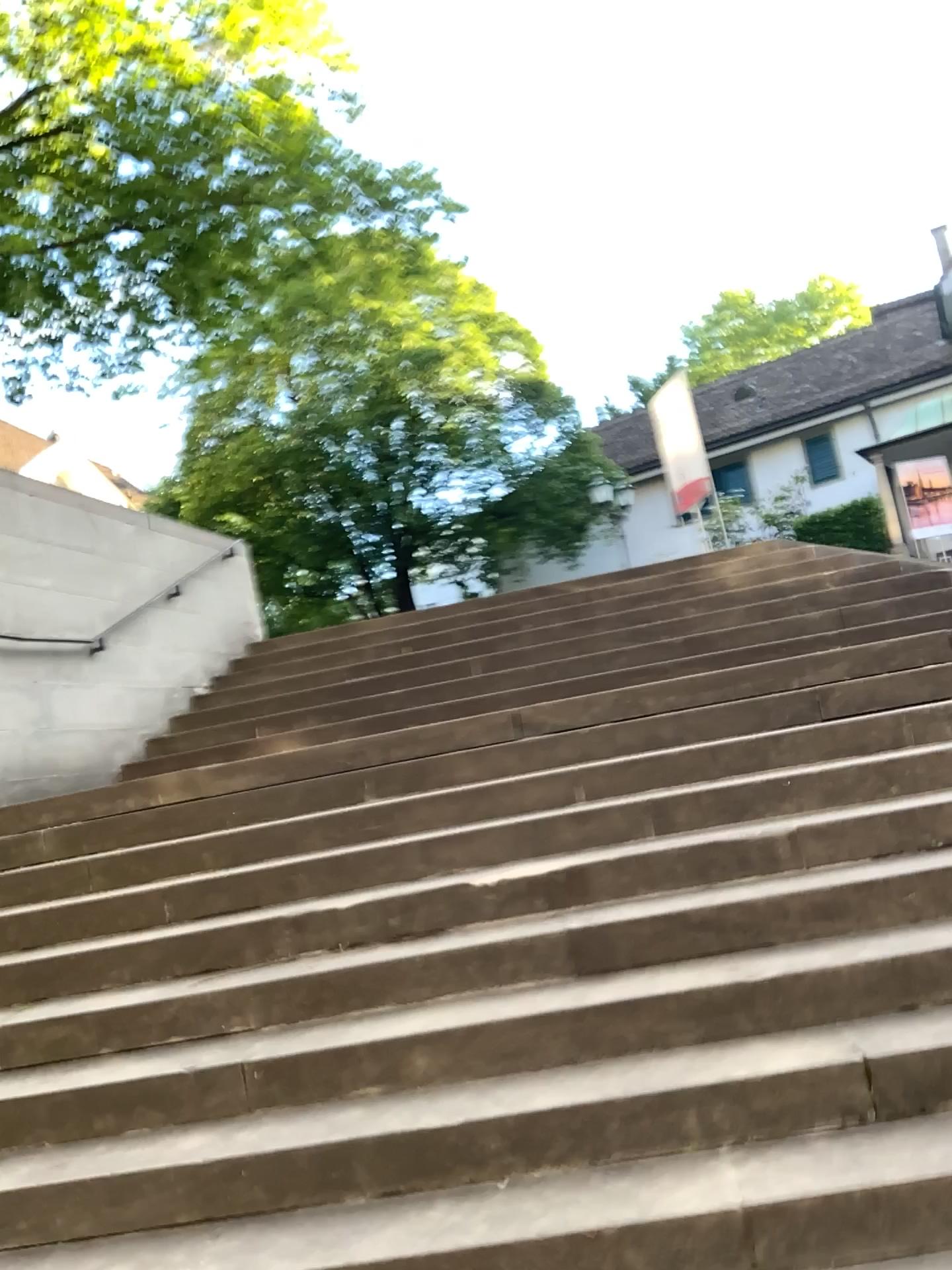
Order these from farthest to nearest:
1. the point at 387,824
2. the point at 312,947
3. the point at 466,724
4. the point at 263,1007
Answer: the point at 466,724, the point at 387,824, the point at 312,947, the point at 263,1007
